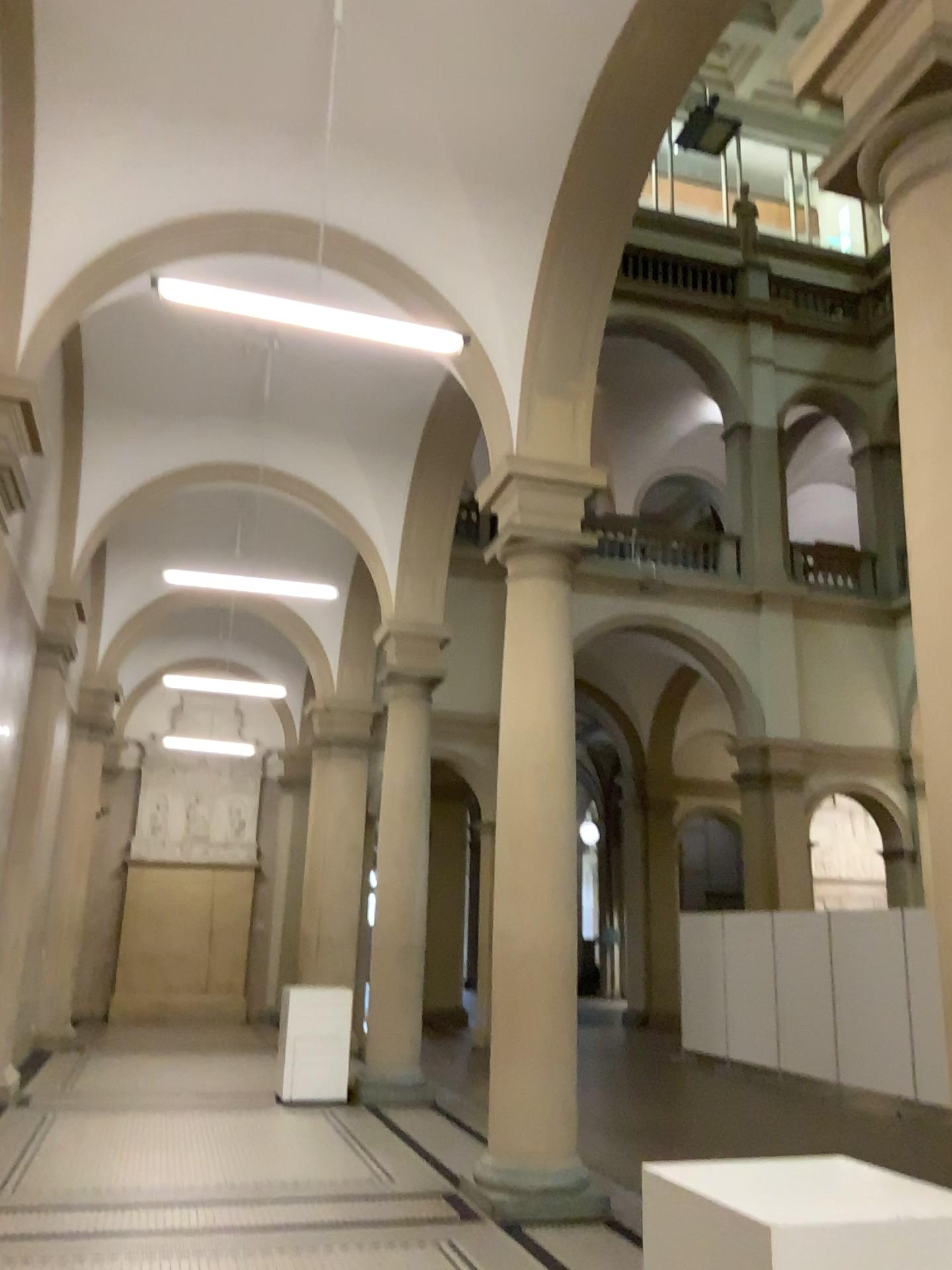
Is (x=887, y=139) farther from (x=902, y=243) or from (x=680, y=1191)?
(x=680, y=1191)
